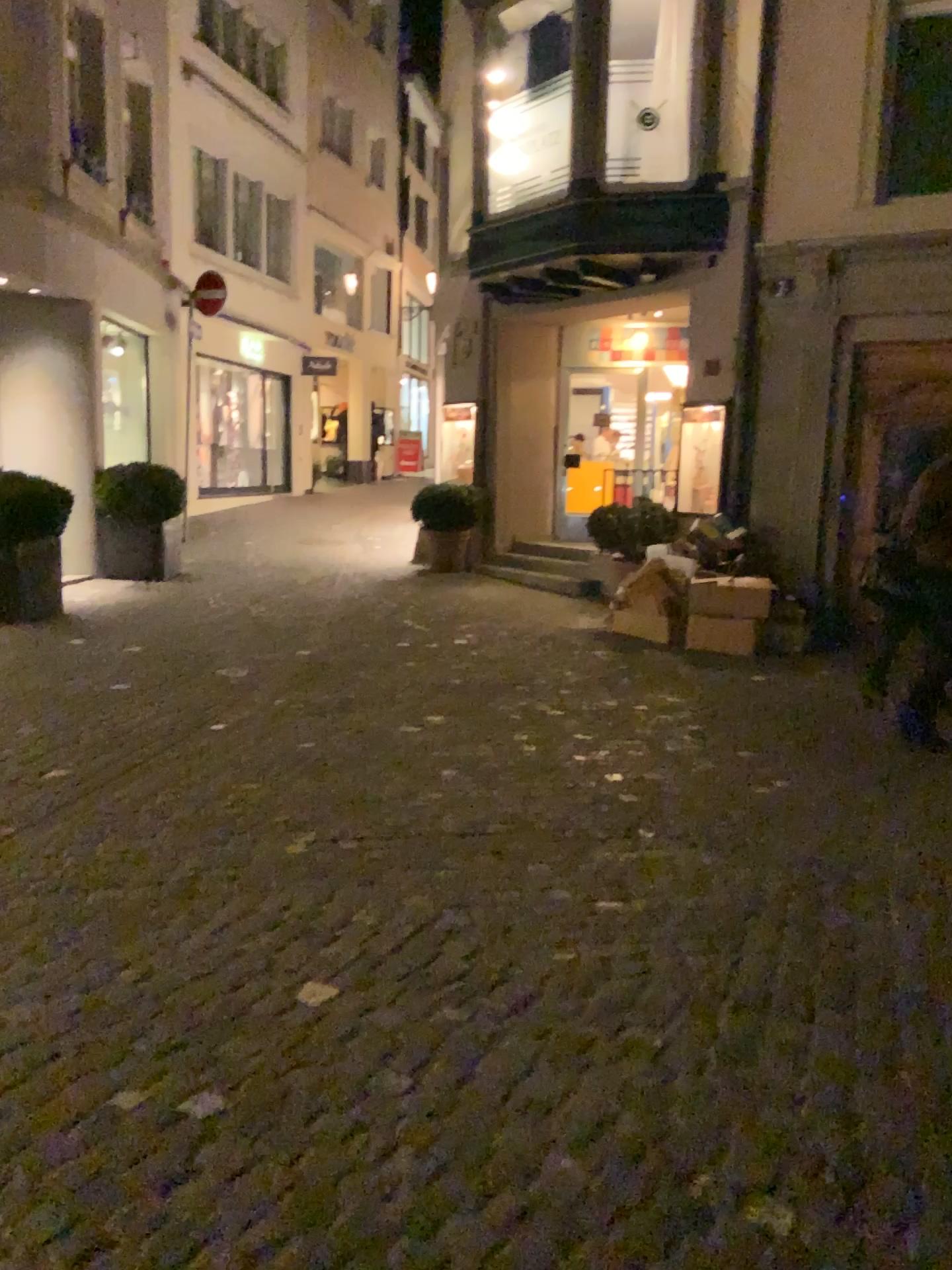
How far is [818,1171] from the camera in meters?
2.1 m
